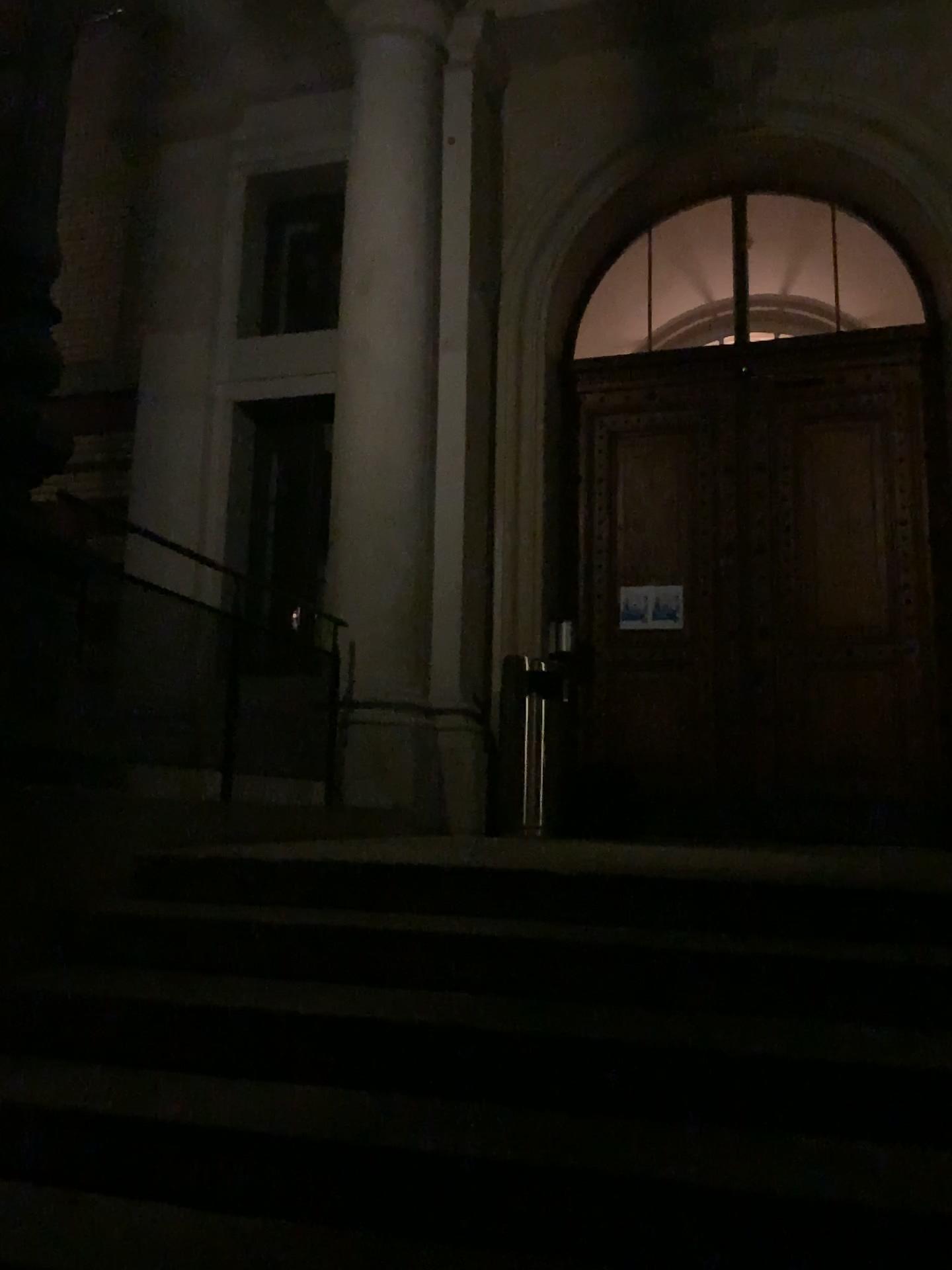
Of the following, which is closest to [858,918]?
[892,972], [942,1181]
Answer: [892,972]

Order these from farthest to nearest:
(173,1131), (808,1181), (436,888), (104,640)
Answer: (104,640), (436,888), (173,1131), (808,1181)

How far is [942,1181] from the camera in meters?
1.7

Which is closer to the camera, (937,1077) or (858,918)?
(937,1077)

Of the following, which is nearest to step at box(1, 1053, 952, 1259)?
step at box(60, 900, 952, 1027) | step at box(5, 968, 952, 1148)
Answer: step at box(5, 968, 952, 1148)

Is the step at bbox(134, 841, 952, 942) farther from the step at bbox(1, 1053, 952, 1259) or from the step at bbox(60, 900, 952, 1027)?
the step at bbox(1, 1053, 952, 1259)

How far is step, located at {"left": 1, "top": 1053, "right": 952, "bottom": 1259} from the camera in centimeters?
171cm

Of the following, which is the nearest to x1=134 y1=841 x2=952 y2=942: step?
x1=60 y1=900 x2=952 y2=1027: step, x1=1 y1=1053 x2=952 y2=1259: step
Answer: x1=60 y1=900 x2=952 y2=1027: step

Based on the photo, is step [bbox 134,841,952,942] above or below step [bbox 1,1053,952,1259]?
above

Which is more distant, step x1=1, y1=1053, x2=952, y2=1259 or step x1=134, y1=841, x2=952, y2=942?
step x1=134, y1=841, x2=952, y2=942
